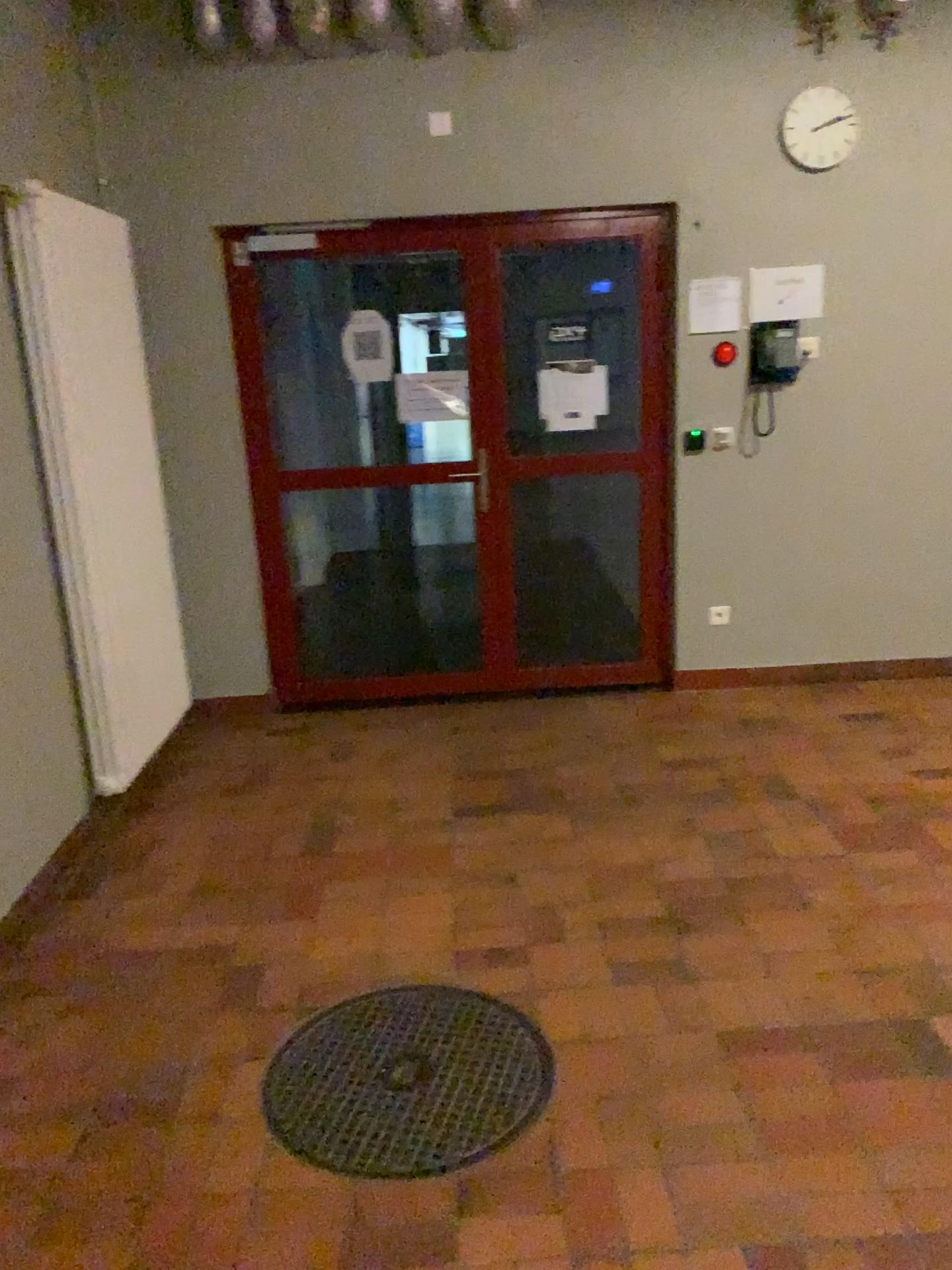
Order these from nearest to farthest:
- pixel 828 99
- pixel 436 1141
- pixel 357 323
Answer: pixel 436 1141 → pixel 828 99 → pixel 357 323

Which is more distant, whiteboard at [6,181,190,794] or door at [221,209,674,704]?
door at [221,209,674,704]

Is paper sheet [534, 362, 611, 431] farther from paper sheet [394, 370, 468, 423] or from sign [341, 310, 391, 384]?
sign [341, 310, 391, 384]

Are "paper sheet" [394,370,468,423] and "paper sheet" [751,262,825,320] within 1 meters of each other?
no

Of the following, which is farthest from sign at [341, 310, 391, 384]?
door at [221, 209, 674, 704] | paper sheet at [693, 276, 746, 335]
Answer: Answer: paper sheet at [693, 276, 746, 335]

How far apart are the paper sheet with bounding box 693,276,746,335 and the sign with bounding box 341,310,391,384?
1.3m

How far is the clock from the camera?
4.25m

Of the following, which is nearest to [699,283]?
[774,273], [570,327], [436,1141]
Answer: [774,273]

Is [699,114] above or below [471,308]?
above

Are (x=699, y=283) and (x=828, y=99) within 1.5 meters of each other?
yes
